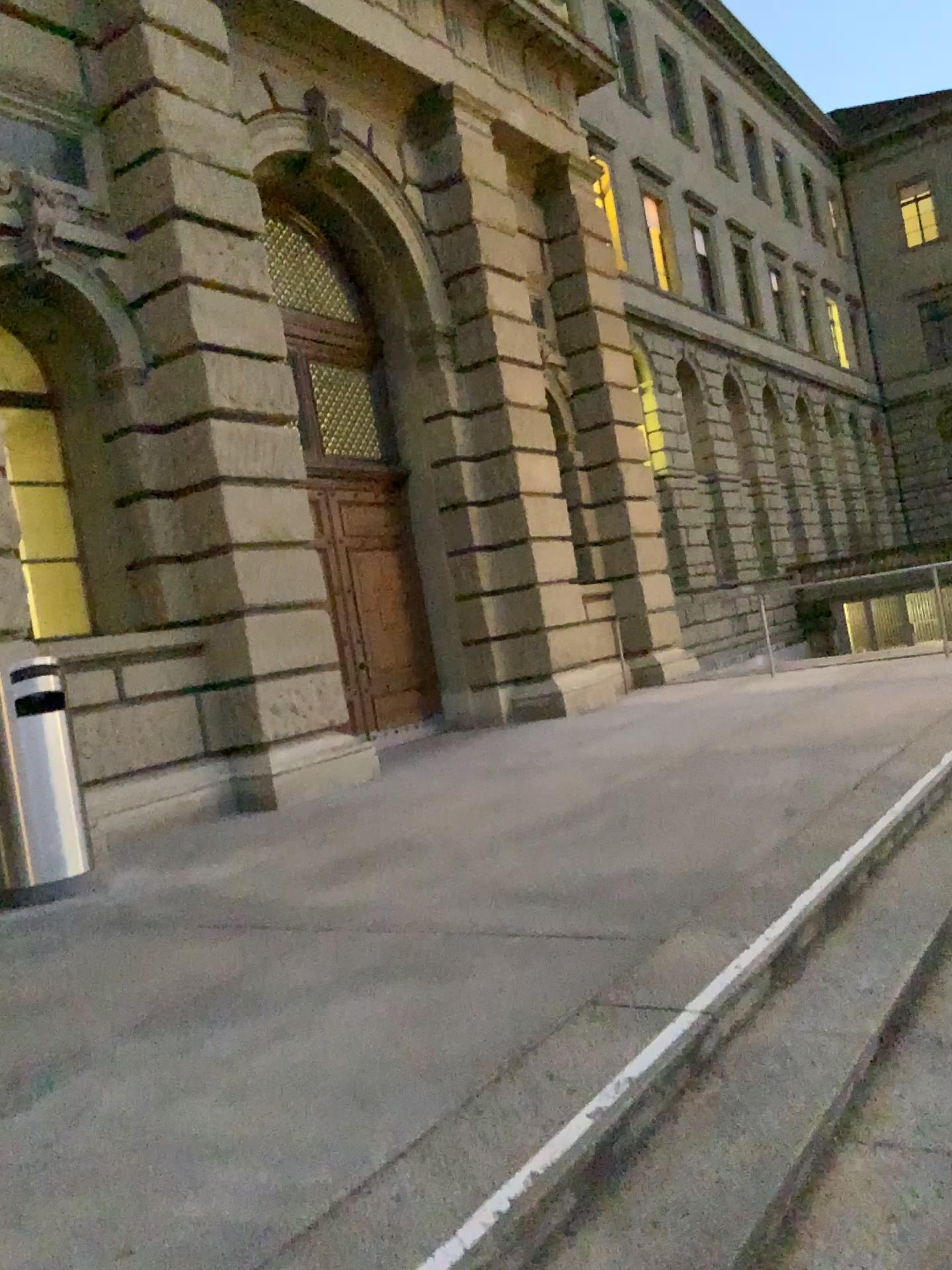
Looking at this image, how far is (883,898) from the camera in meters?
3.7 m
